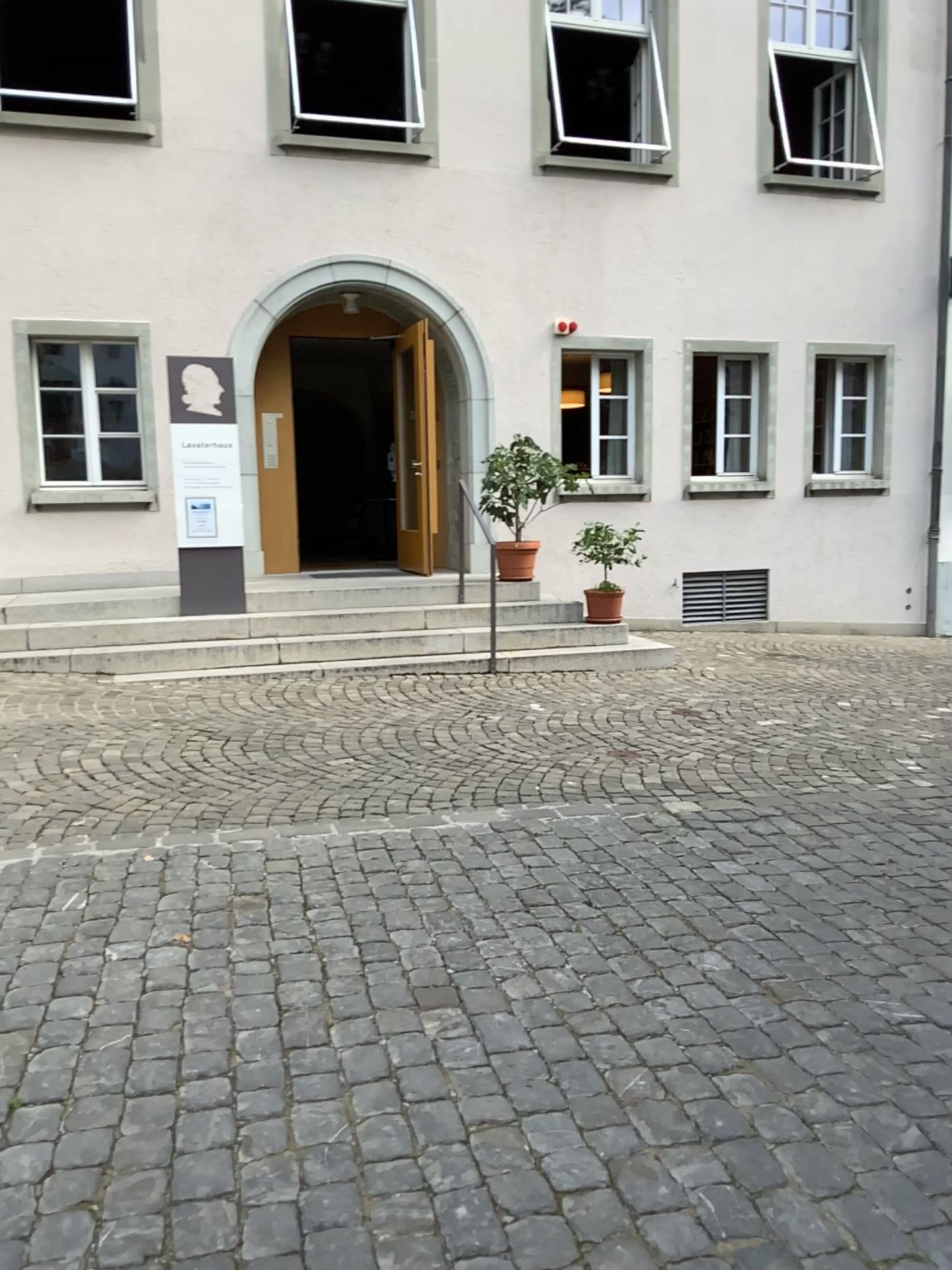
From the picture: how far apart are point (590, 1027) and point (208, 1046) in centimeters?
98cm
